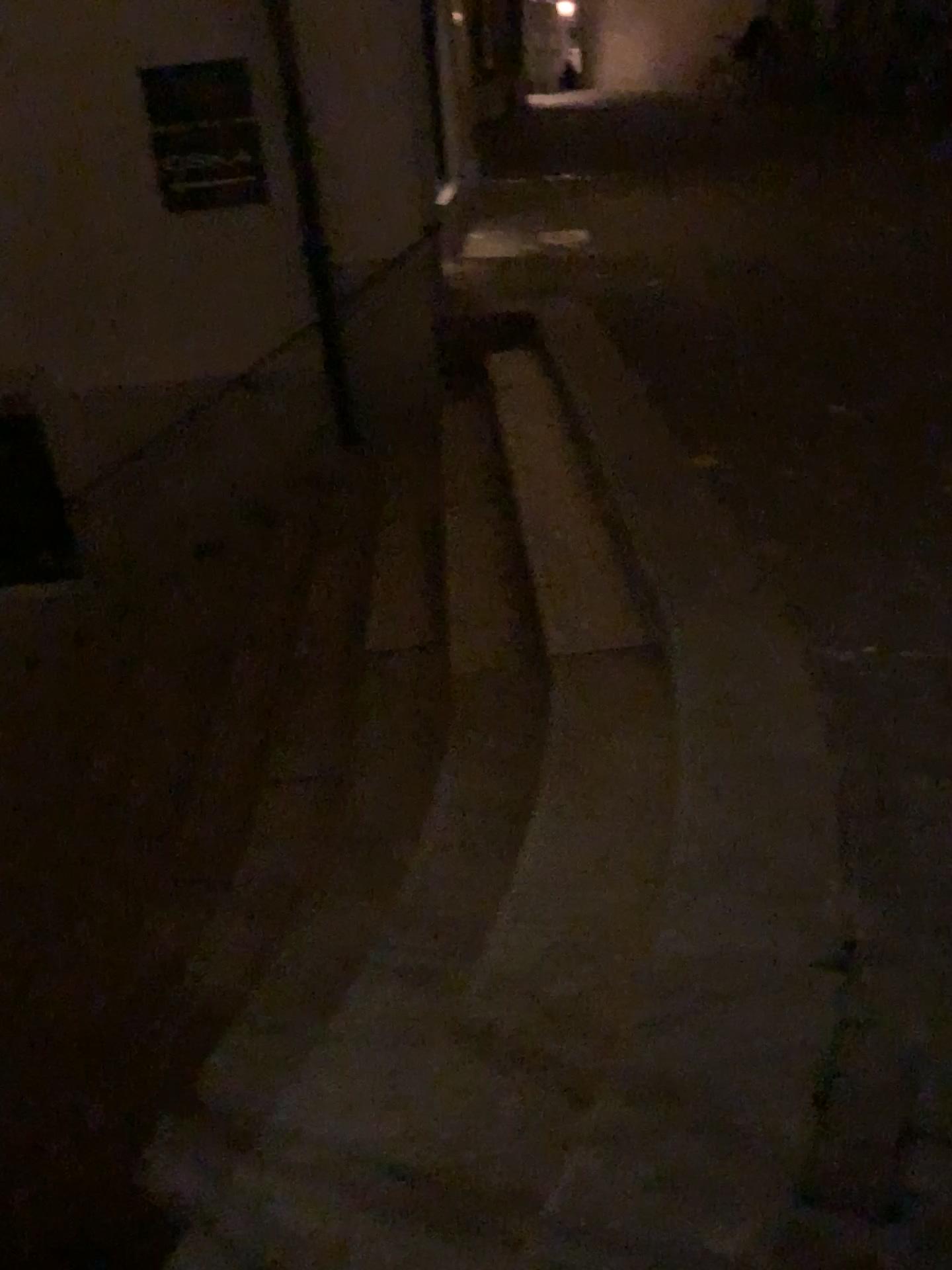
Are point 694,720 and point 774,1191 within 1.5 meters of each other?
yes
